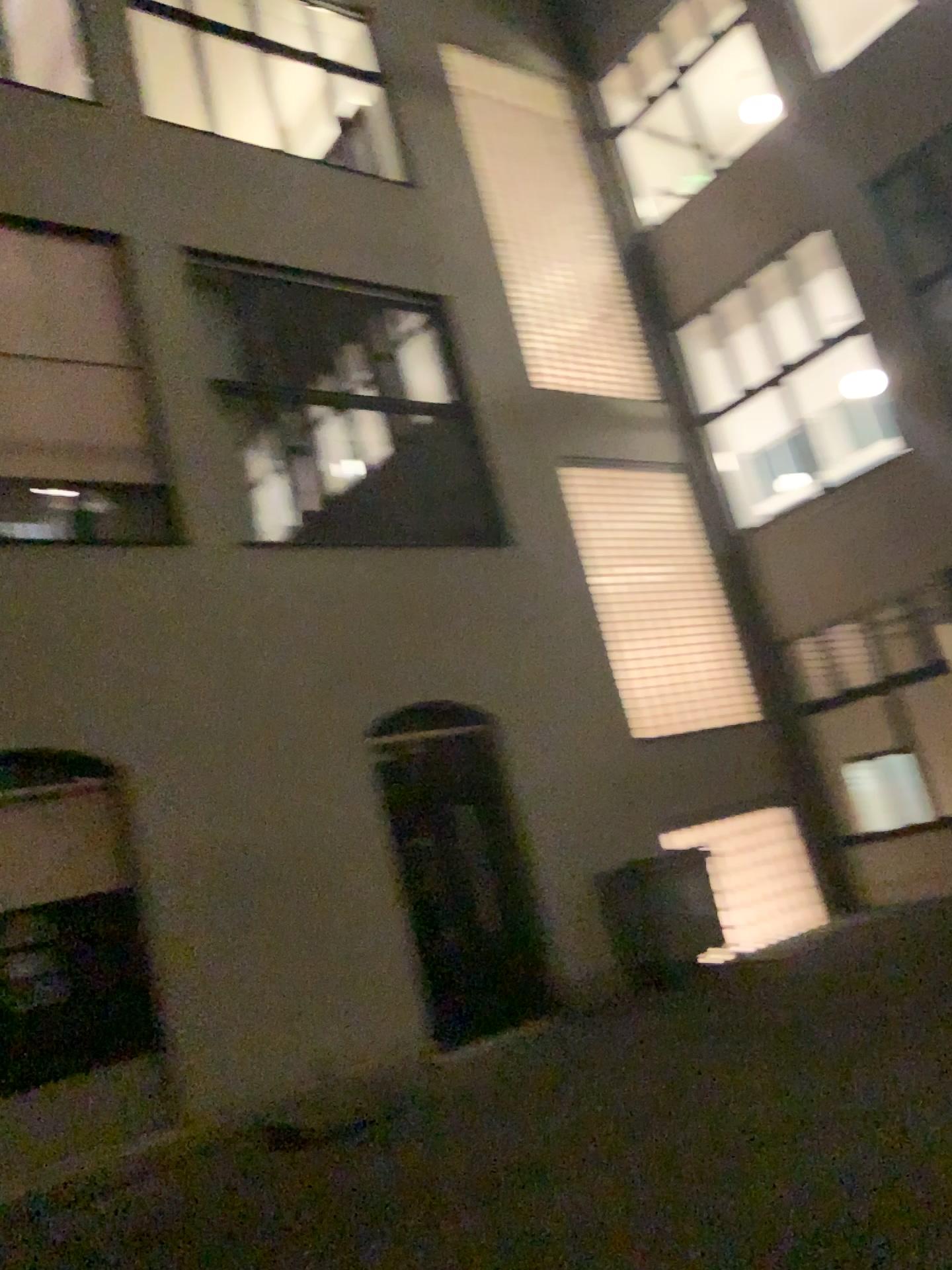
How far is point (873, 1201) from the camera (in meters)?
4.10
